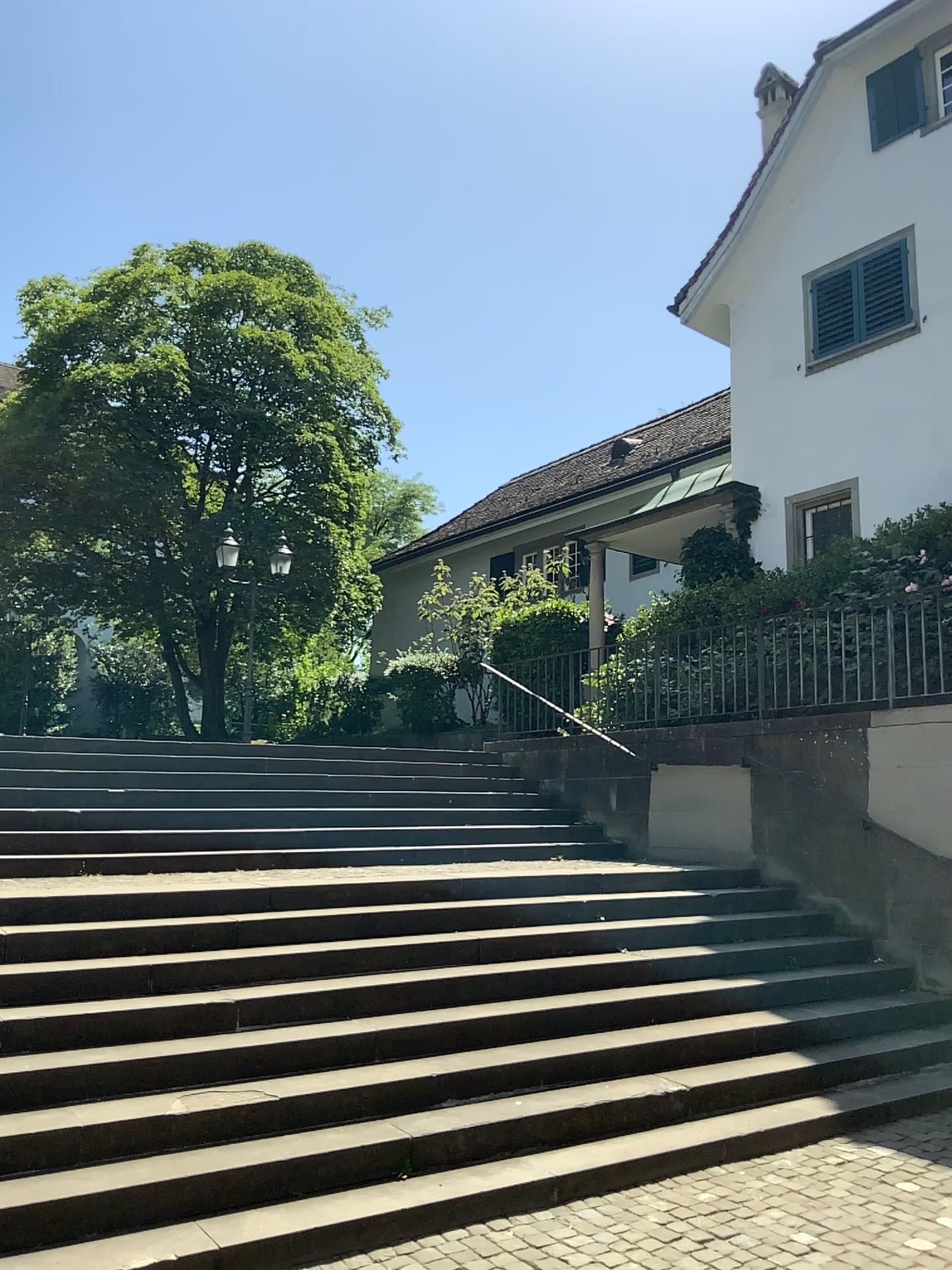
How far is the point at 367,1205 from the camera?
4.0 meters
